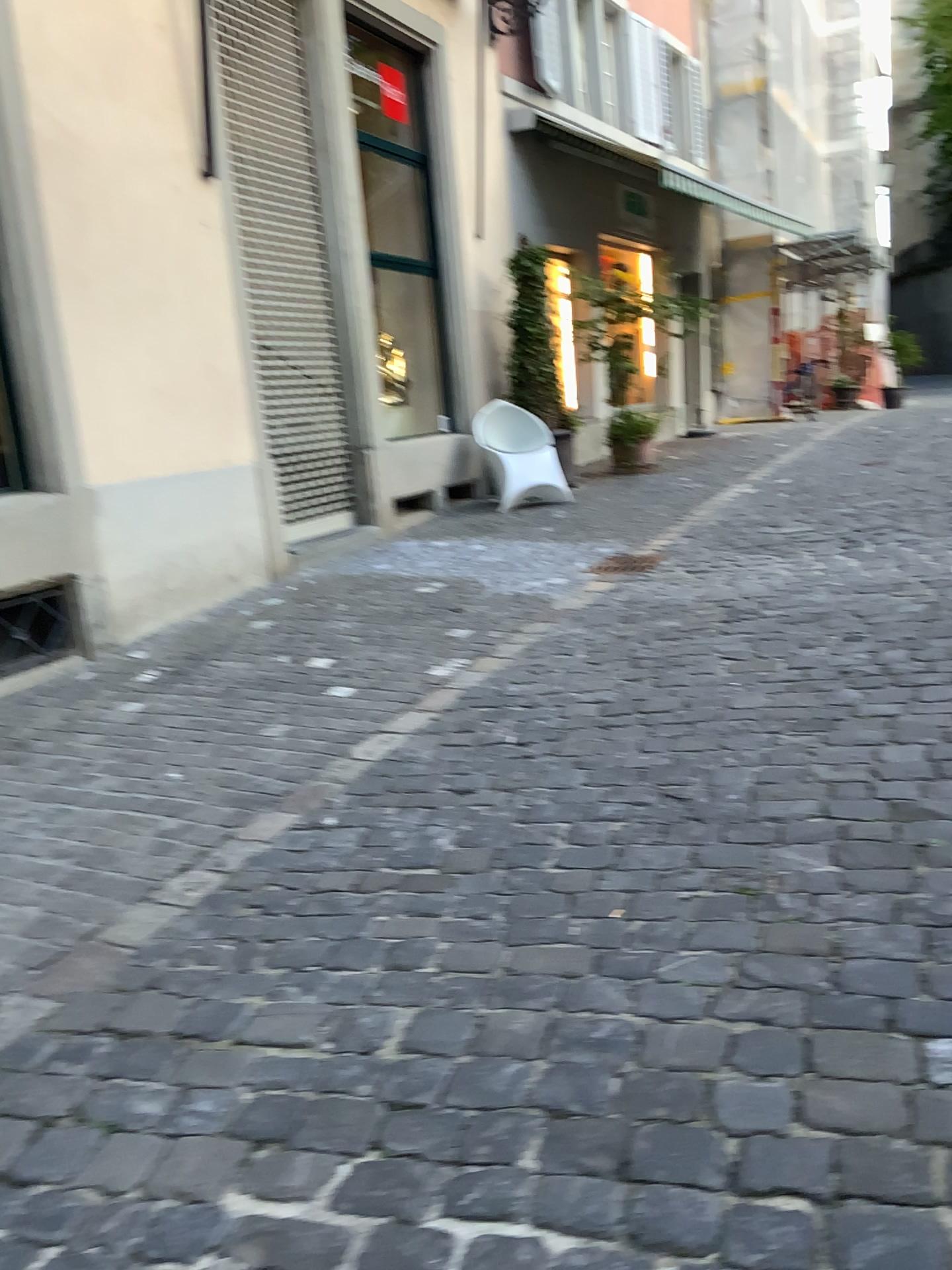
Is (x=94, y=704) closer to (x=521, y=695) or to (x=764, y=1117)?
(x=521, y=695)
